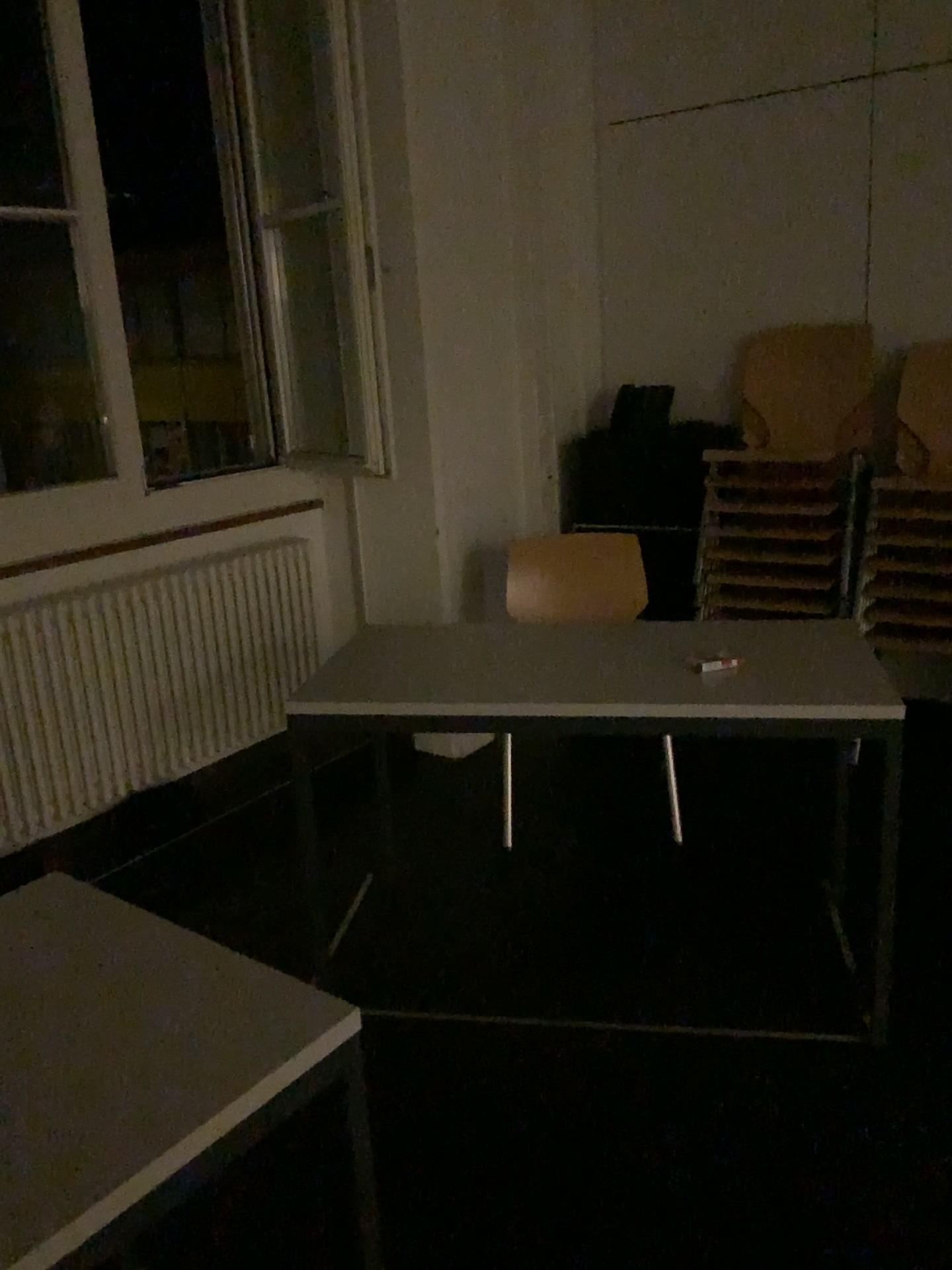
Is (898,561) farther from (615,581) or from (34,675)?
(34,675)

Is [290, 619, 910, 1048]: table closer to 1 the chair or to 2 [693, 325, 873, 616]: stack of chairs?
1 the chair

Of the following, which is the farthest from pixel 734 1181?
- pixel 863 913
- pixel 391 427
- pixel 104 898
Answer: pixel 391 427

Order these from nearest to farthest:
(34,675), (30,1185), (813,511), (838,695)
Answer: (30,1185) → (838,695) → (34,675) → (813,511)

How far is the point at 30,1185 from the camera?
0.93m

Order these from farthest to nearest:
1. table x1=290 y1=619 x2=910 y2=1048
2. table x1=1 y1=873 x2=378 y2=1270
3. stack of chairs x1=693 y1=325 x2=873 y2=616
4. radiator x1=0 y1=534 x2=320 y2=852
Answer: stack of chairs x1=693 y1=325 x2=873 y2=616, radiator x1=0 y1=534 x2=320 y2=852, table x1=290 y1=619 x2=910 y2=1048, table x1=1 y1=873 x2=378 y2=1270

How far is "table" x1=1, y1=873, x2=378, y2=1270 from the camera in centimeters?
93cm

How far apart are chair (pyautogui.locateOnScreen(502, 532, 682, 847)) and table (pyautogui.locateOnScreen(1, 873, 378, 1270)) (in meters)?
1.93

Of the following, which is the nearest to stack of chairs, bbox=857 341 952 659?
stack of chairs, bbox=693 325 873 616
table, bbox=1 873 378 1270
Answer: stack of chairs, bbox=693 325 873 616

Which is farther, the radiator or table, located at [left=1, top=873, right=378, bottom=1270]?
the radiator
